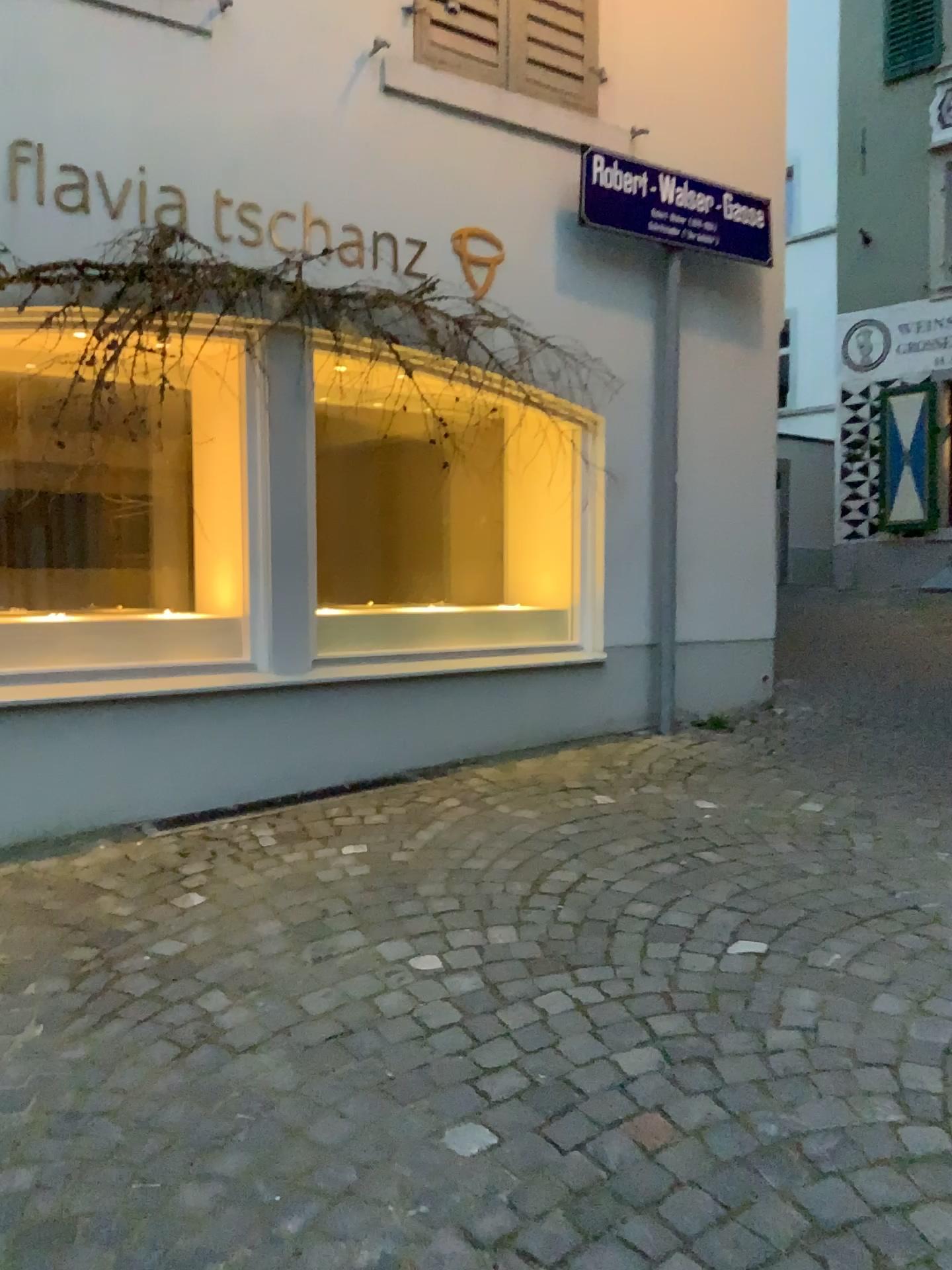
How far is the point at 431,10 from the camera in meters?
4.3

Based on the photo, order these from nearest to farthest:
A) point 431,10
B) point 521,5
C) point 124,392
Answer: point 124,392, point 431,10, point 521,5

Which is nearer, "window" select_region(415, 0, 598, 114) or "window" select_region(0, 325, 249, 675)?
"window" select_region(0, 325, 249, 675)

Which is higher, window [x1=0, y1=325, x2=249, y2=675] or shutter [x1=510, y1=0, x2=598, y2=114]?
shutter [x1=510, y1=0, x2=598, y2=114]

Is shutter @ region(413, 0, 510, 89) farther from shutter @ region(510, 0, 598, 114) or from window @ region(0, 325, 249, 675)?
window @ region(0, 325, 249, 675)

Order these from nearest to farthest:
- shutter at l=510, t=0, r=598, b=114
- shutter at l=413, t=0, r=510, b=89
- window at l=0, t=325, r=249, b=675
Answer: window at l=0, t=325, r=249, b=675, shutter at l=413, t=0, r=510, b=89, shutter at l=510, t=0, r=598, b=114

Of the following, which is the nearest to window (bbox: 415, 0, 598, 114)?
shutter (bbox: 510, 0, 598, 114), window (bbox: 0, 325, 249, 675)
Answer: shutter (bbox: 510, 0, 598, 114)

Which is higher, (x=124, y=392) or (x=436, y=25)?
(x=436, y=25)

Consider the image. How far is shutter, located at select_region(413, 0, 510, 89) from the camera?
4.3m

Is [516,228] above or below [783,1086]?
above
